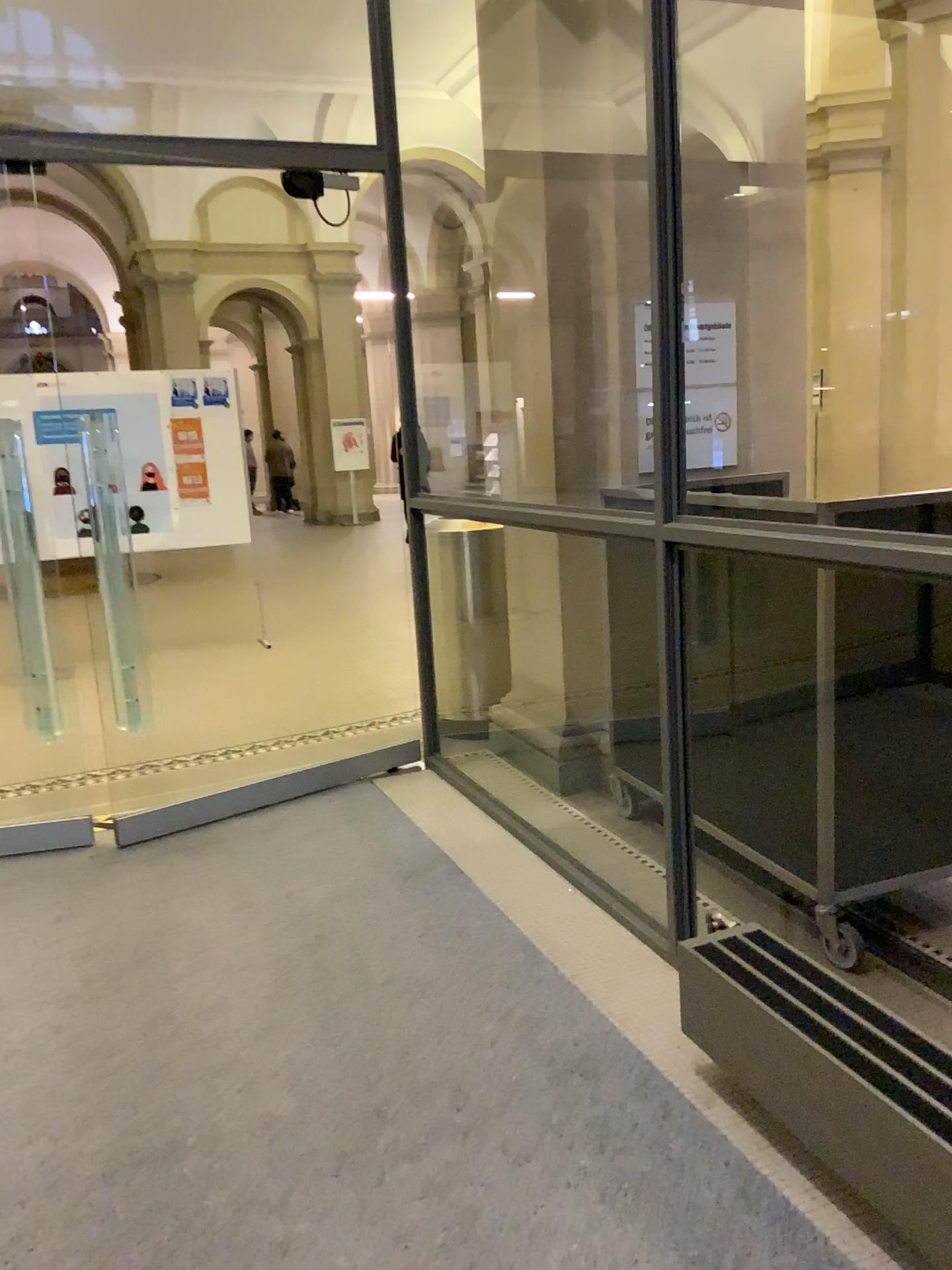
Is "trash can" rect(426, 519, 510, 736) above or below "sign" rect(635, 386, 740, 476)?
below

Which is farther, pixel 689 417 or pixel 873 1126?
pixel 689 417

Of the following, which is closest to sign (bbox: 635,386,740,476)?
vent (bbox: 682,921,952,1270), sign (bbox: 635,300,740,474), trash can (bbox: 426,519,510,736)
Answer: sign (bbox: 635,300,740,474)

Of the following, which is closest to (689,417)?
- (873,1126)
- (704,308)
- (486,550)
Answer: (704,308)

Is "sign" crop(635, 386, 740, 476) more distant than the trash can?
No

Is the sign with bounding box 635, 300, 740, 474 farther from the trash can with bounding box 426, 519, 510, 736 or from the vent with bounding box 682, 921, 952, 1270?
the vent with bounding box 682, 921, 952, 1270

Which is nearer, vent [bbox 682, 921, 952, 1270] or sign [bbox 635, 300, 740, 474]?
vent [bbox 682, 921, 952, 1270]

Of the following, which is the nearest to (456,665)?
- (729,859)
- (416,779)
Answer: (416,779)

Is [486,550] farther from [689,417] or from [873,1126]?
[873,1126]

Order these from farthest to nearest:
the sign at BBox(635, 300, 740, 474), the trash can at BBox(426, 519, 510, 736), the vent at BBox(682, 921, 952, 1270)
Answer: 1. the trash can at BBox(426, 519, 510, 736)
2. the sign at BBox(635, 300, 740, 474)
3. the vent at BBox(682, 921, 952, 1270)
